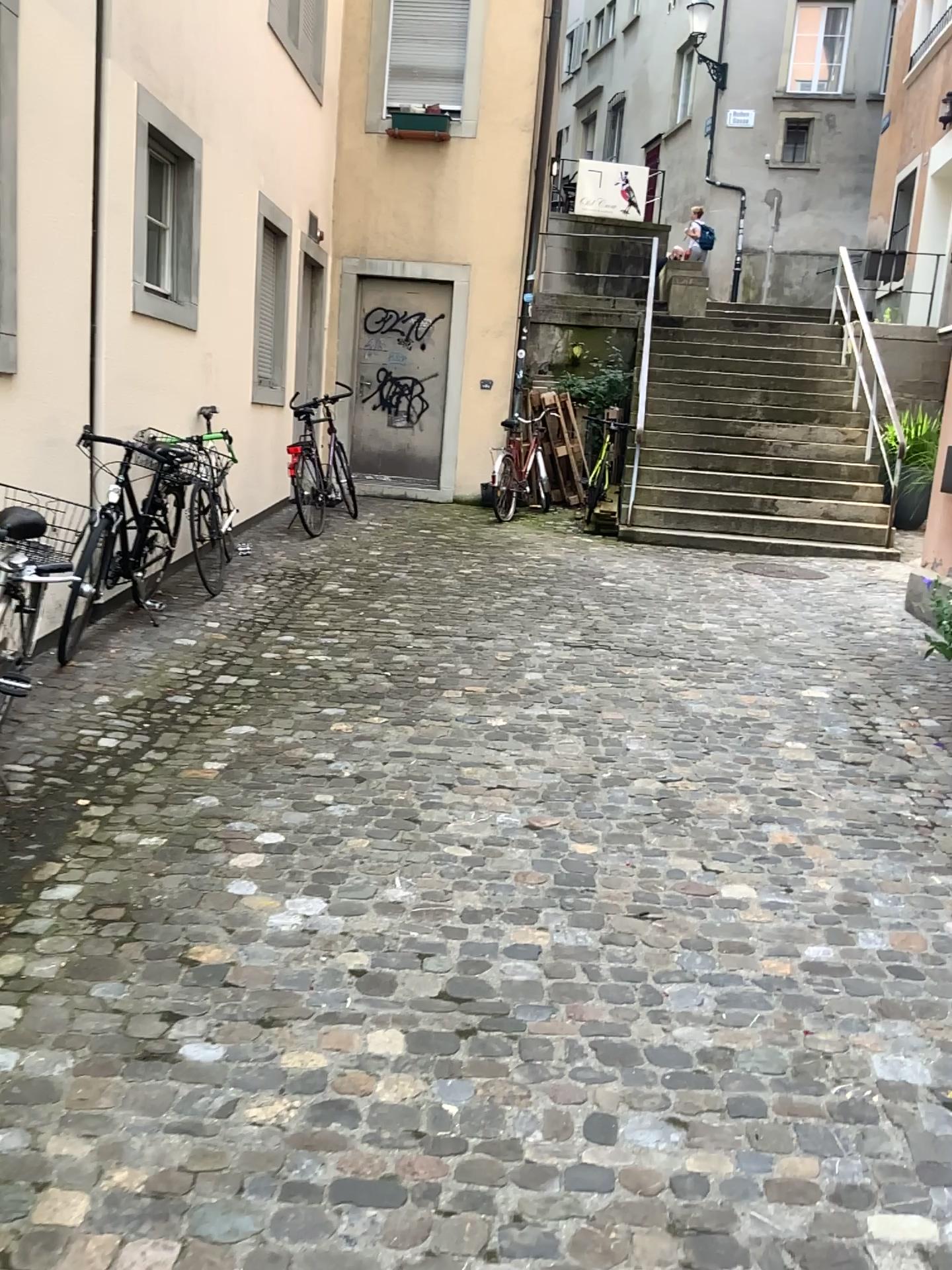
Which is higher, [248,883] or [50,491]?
[50,491]
